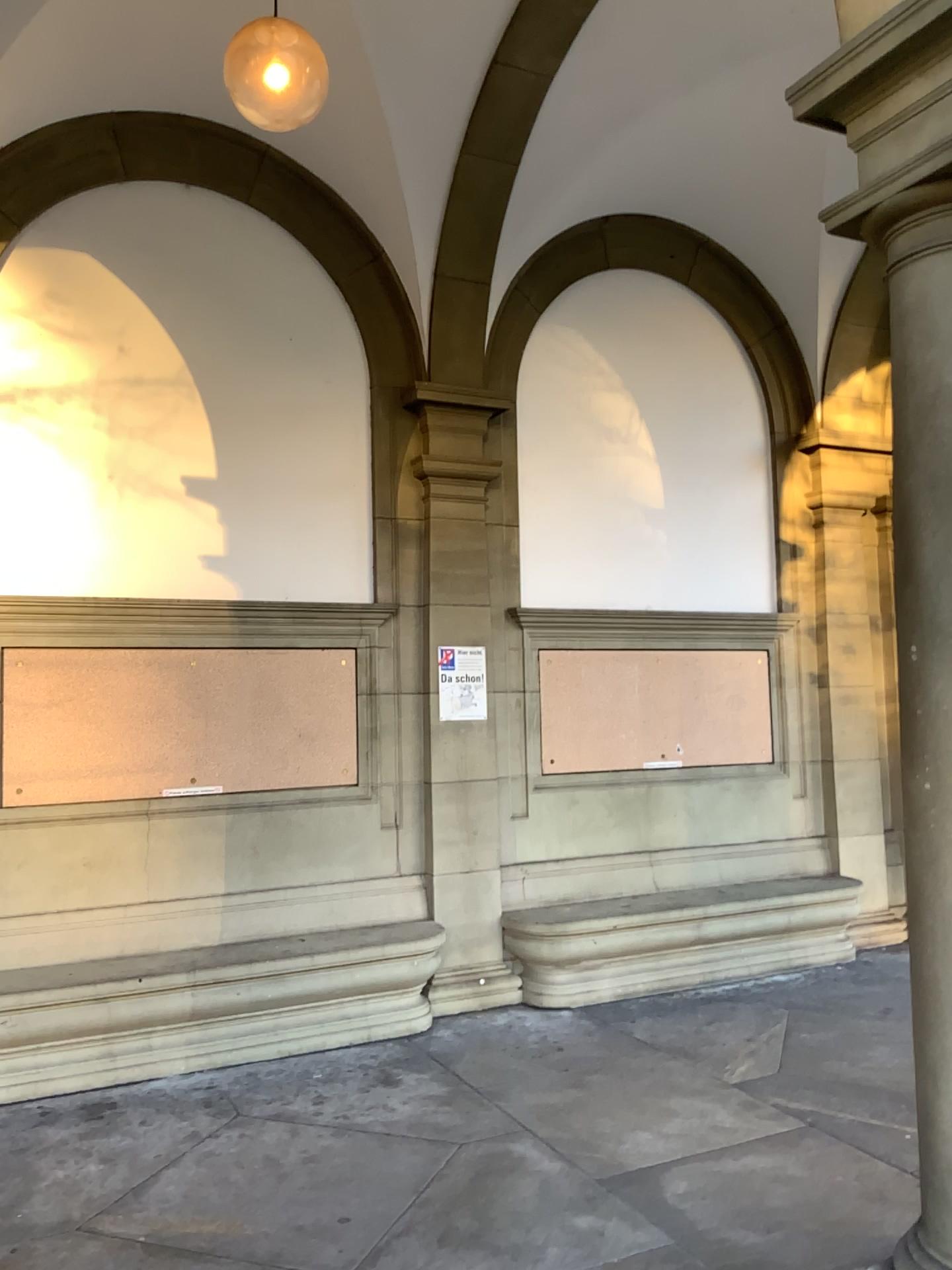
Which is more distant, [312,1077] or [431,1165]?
[312,1077]
